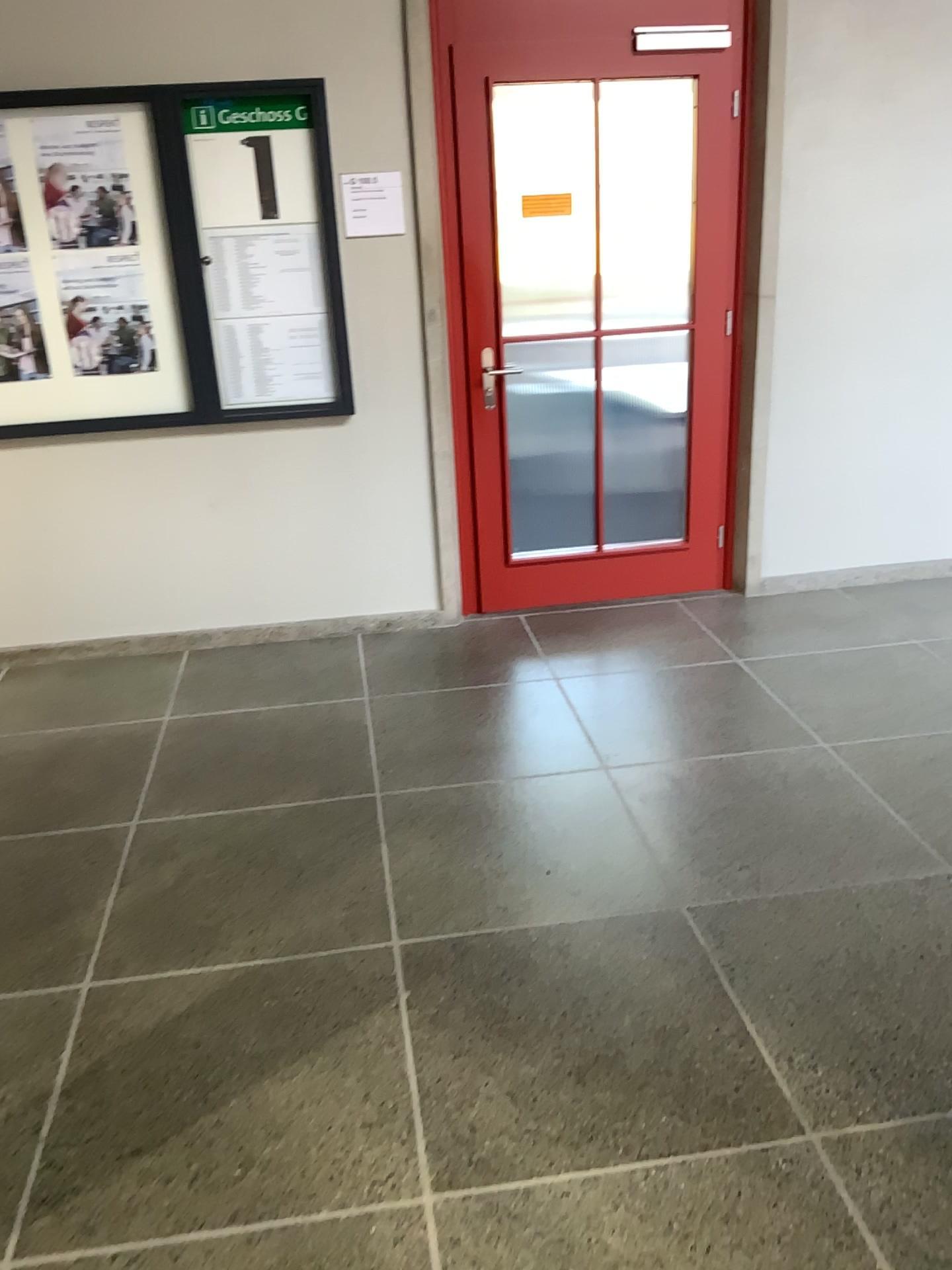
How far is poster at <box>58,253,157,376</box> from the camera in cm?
372

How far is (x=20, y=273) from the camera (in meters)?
3.69

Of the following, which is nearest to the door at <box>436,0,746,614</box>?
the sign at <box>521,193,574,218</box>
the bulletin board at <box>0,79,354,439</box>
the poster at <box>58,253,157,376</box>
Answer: the sign at <box>521,193,574,218</box>

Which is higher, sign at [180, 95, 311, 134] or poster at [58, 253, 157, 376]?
sign at [180, 95, 311, 134]

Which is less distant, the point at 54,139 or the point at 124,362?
the point at 54,139

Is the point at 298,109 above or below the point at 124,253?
above

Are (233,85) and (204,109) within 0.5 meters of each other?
yes

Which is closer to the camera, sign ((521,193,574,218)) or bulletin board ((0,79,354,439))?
bulletin board ((0,79,354,439))

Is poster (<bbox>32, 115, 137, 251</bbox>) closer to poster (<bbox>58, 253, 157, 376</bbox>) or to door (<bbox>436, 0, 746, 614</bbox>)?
poster (<bbox>58, 253, 157, 376</bbox>)

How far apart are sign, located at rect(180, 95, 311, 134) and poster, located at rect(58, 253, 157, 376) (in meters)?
0.48
